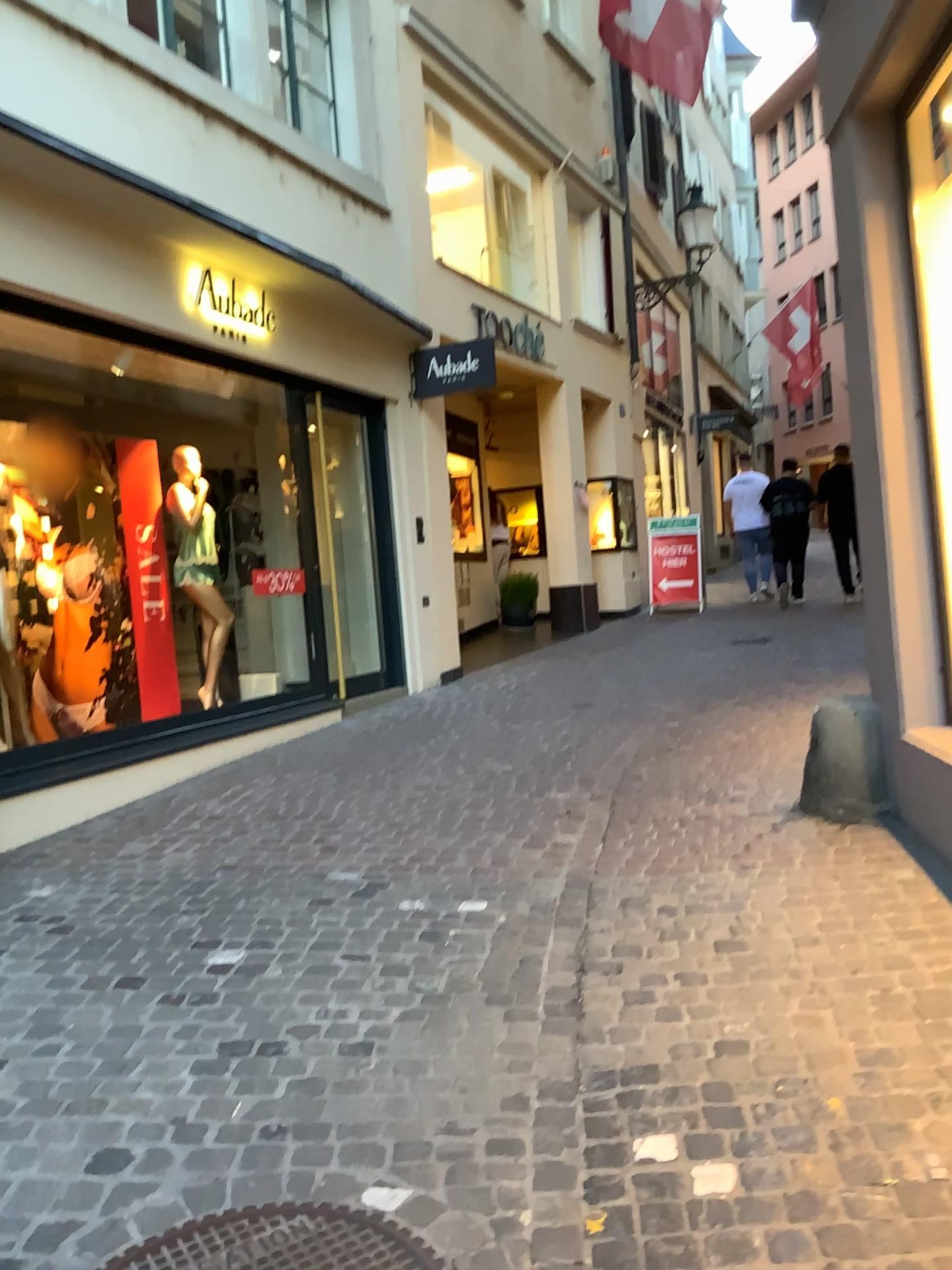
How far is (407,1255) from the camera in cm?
192

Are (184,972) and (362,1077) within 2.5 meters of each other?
yes

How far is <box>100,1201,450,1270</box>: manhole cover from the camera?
1.92m
